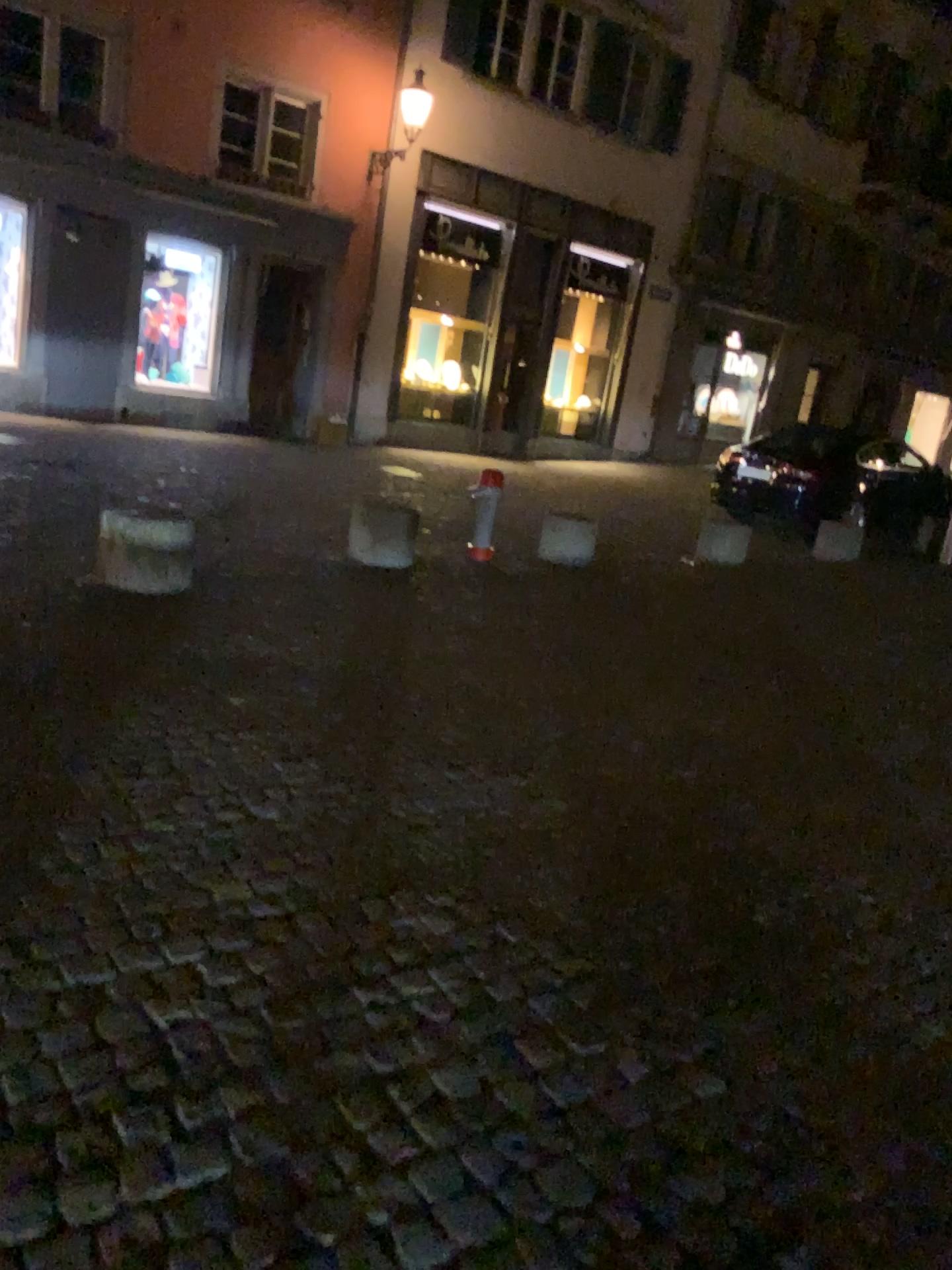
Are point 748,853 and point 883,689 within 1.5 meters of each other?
no
